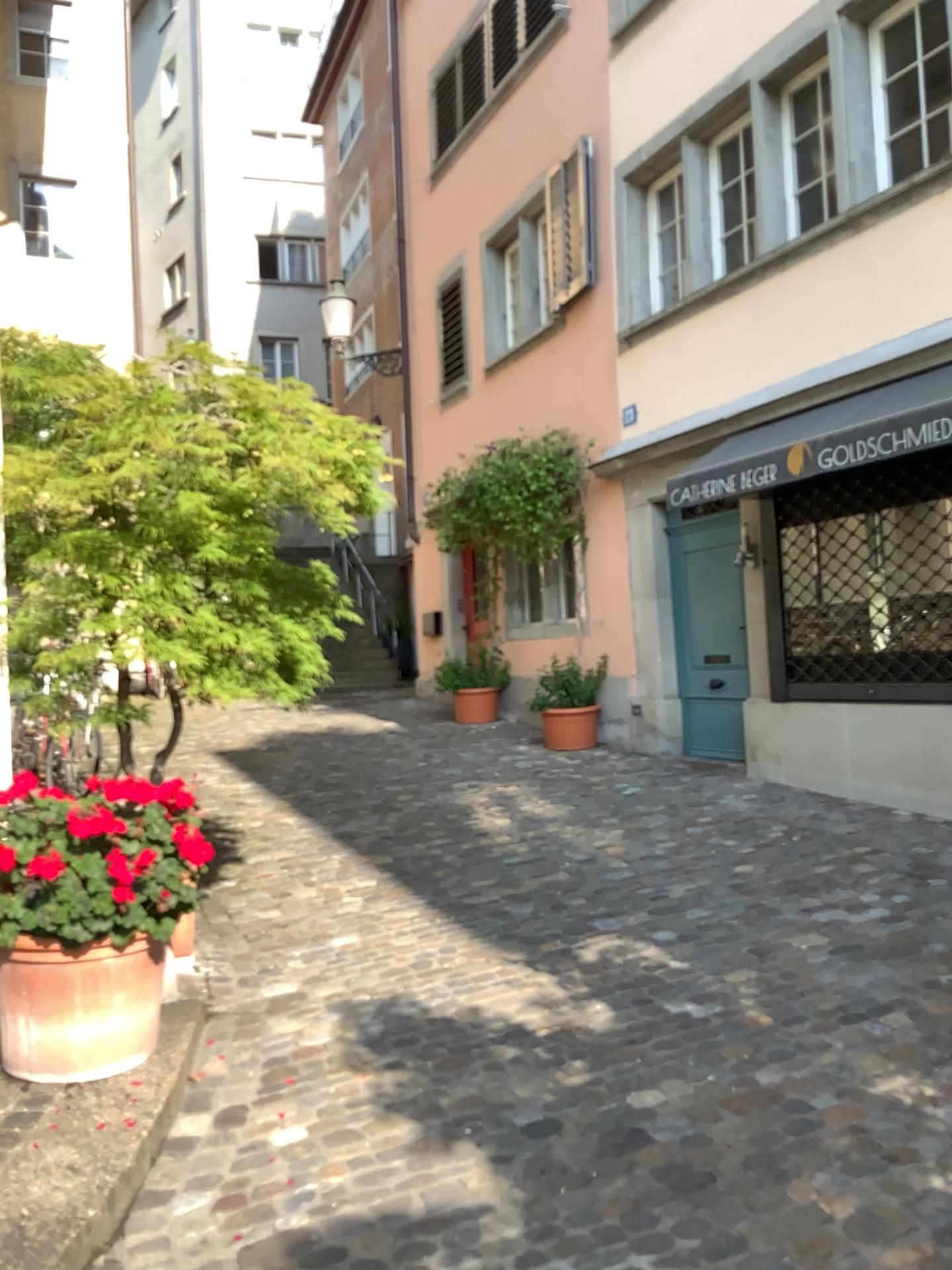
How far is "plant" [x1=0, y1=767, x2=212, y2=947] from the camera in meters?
2.8

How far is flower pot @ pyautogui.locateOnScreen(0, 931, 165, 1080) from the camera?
2.94m

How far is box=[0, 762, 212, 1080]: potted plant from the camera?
2.83m

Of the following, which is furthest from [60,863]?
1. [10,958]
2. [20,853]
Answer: Result: [10,958]

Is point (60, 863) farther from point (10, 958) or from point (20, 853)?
point (10, 958)

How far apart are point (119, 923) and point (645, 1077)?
1.55m

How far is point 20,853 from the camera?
2.8m
